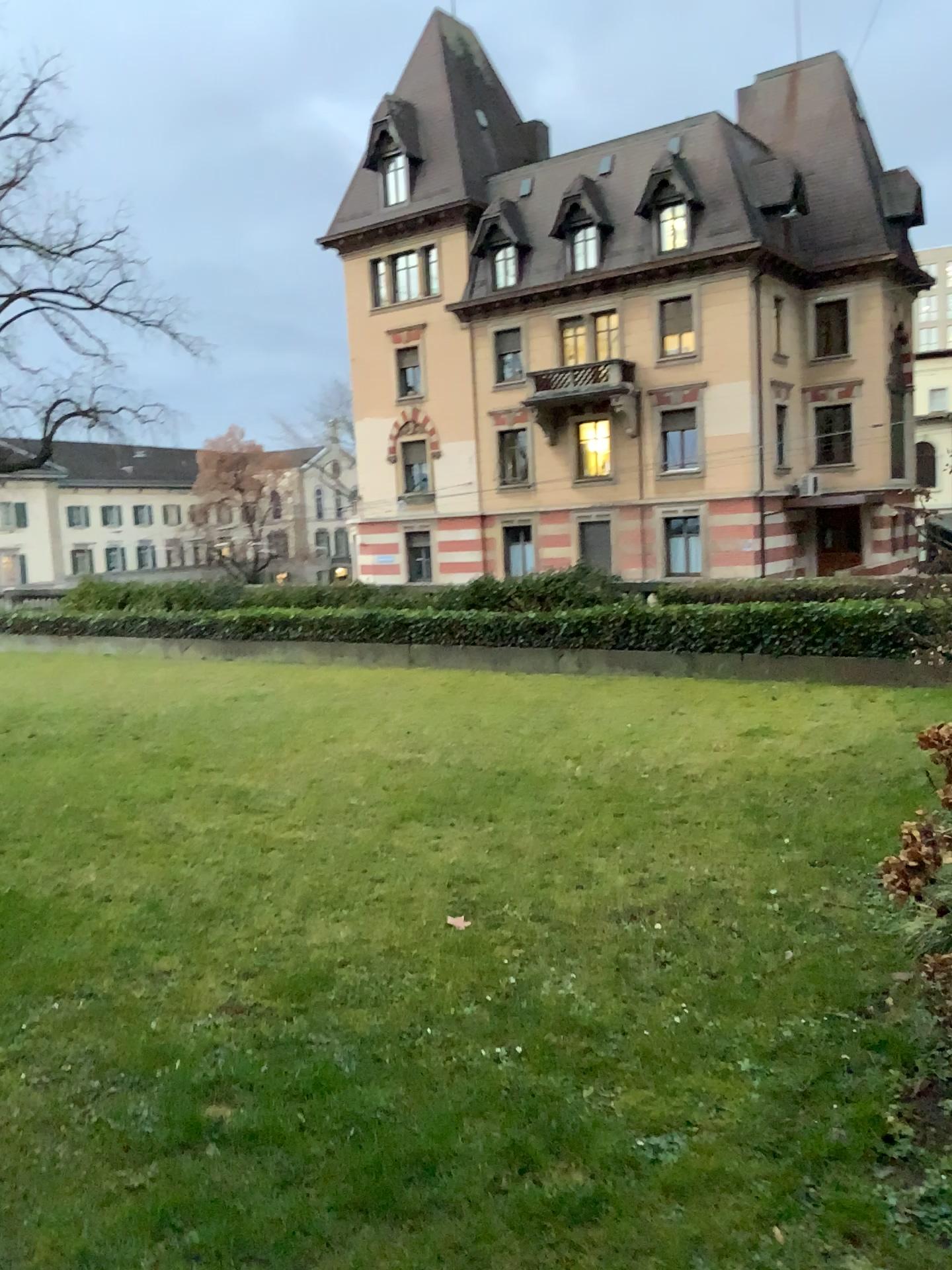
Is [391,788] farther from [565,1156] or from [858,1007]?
[565,1156]
